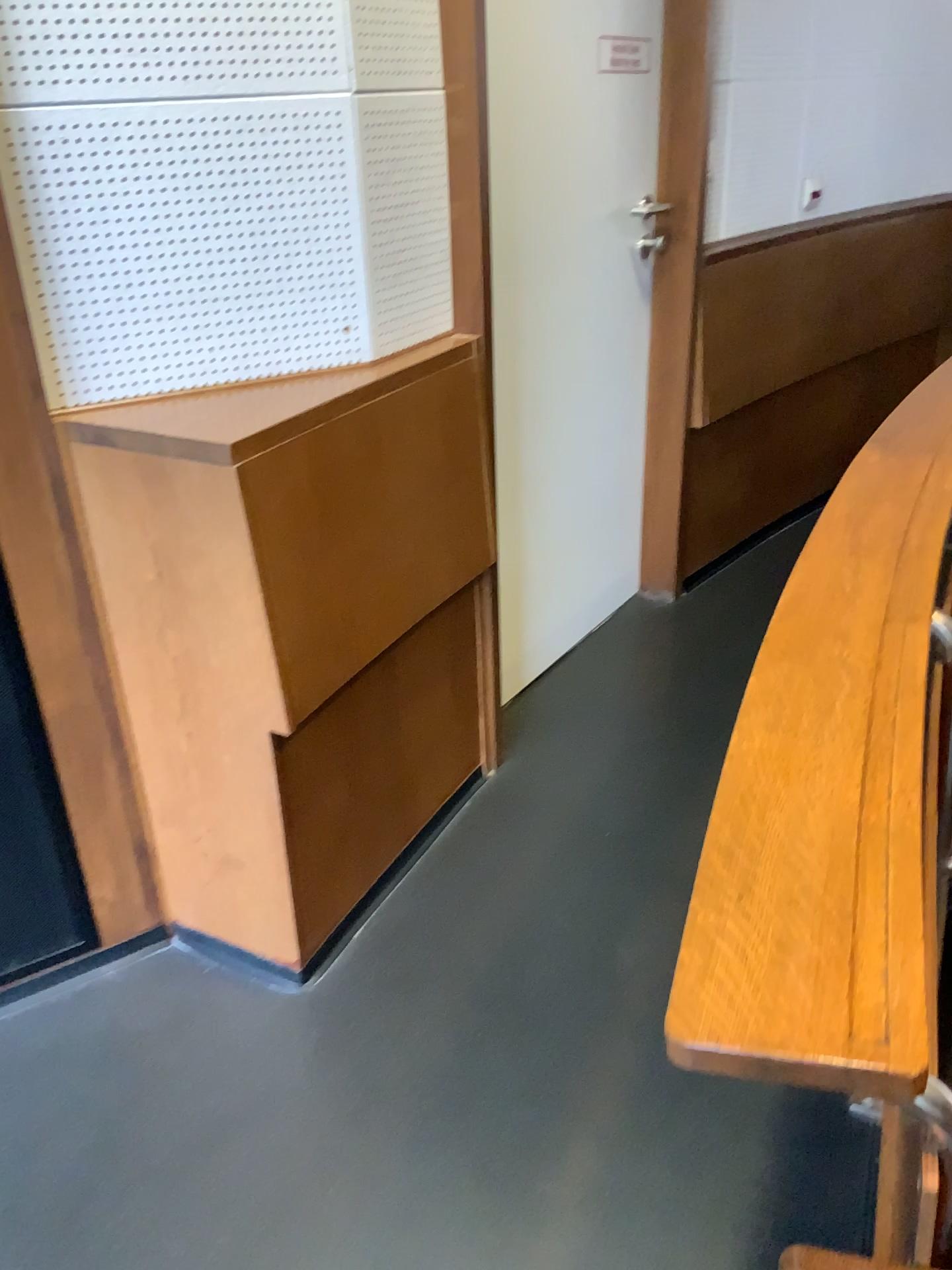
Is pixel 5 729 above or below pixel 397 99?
below

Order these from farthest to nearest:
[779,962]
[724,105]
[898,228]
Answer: [898,228] < [724,105] < [779,962]

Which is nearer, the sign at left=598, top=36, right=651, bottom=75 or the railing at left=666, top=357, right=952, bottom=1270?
the railing at left=666, top=357, right=952, bottom=1270

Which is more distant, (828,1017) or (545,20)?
(545,20)

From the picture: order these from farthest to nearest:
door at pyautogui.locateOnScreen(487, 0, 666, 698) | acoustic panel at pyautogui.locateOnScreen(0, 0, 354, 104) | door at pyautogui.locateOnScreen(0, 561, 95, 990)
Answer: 1. door at pyautogui.locateOnScreen(487, 0, 666, 698)
2. door at pyautogui.locateOnScreen(0, 561, 95, 990)
3. acoustic panel at pyautogui.locateOnScreen(0, 0, 354, 104)

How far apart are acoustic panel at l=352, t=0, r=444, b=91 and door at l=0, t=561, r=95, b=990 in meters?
0.9

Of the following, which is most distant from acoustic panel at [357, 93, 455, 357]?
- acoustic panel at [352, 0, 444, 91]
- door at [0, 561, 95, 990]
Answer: door at [0, 561, 95, 990]

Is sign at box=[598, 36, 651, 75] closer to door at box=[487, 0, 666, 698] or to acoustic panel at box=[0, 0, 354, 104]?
door at box=[487, 0, 666, 698]

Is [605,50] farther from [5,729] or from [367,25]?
[5,729]

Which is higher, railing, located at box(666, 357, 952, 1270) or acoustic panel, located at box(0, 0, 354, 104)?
acoustic panel, located at box(0, 0, 354, 104)
